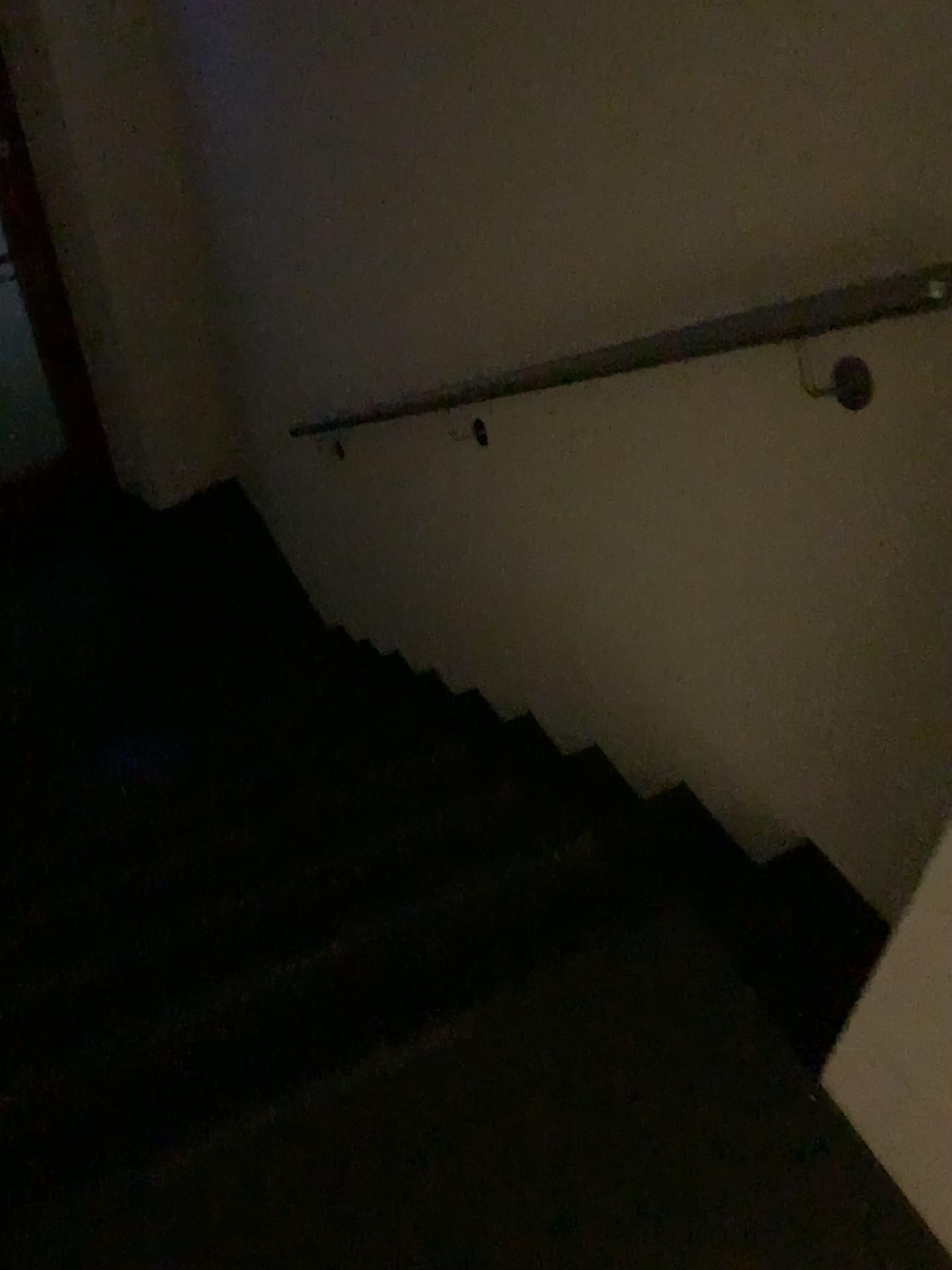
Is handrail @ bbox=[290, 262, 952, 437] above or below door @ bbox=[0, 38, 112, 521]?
above

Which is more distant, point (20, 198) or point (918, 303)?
point (20, 198)

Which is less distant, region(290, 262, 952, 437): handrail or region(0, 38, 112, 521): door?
region(290, 262, 952, 437): handrail

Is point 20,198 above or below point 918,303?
below

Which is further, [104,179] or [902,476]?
[104,179]
